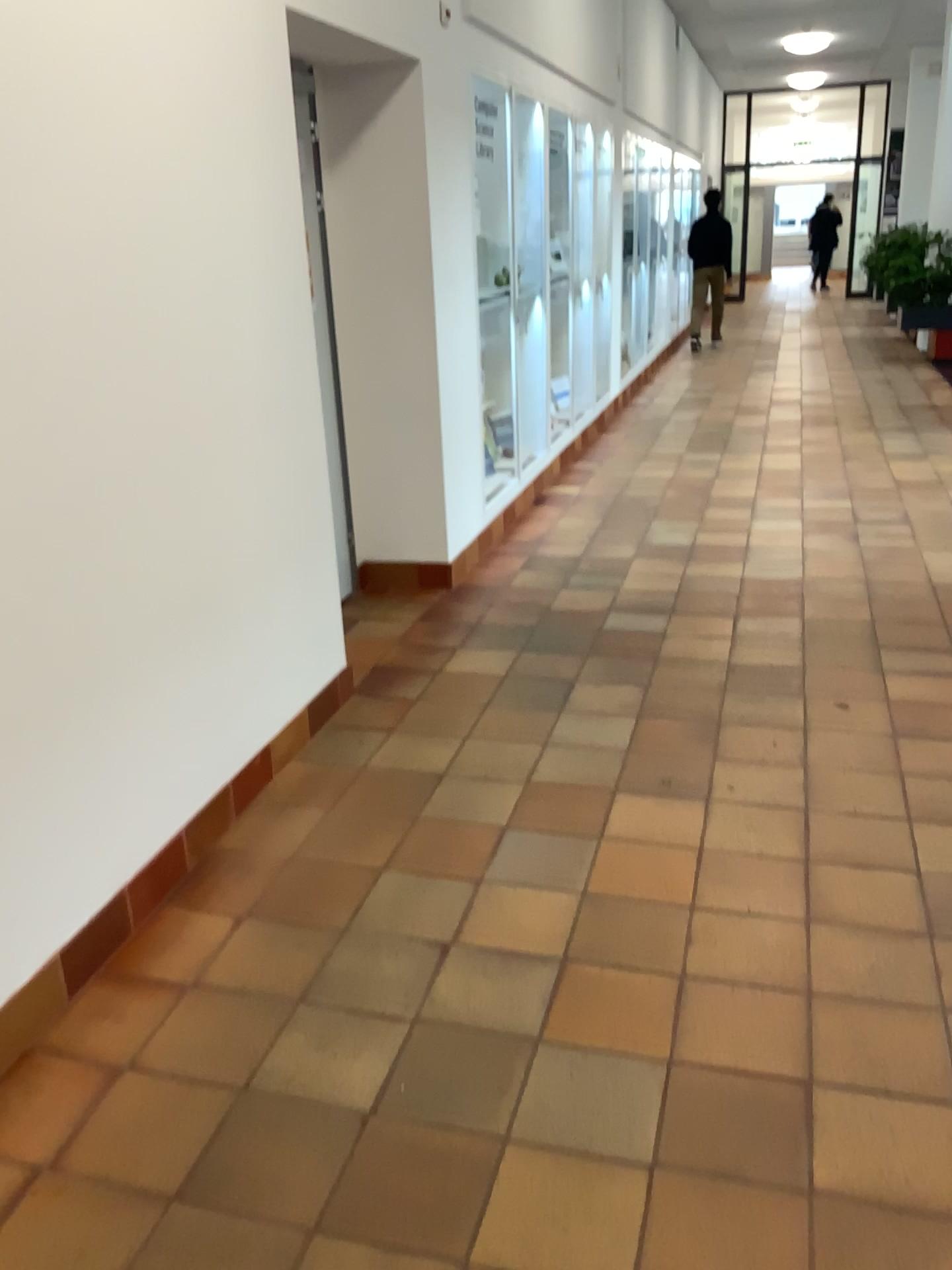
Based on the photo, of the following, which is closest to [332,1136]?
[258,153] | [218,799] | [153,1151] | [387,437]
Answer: [153,1151]
